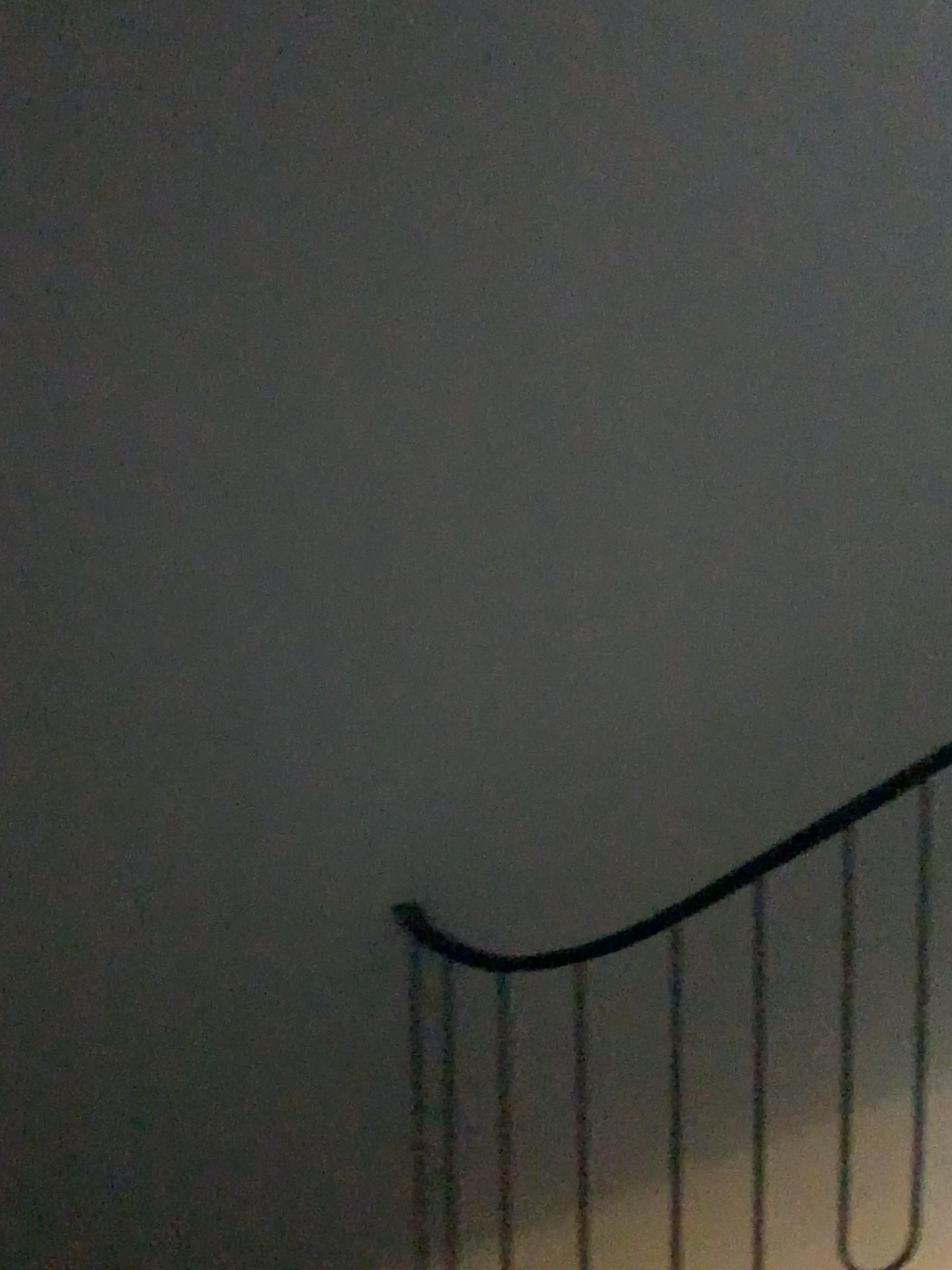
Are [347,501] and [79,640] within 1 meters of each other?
yes
